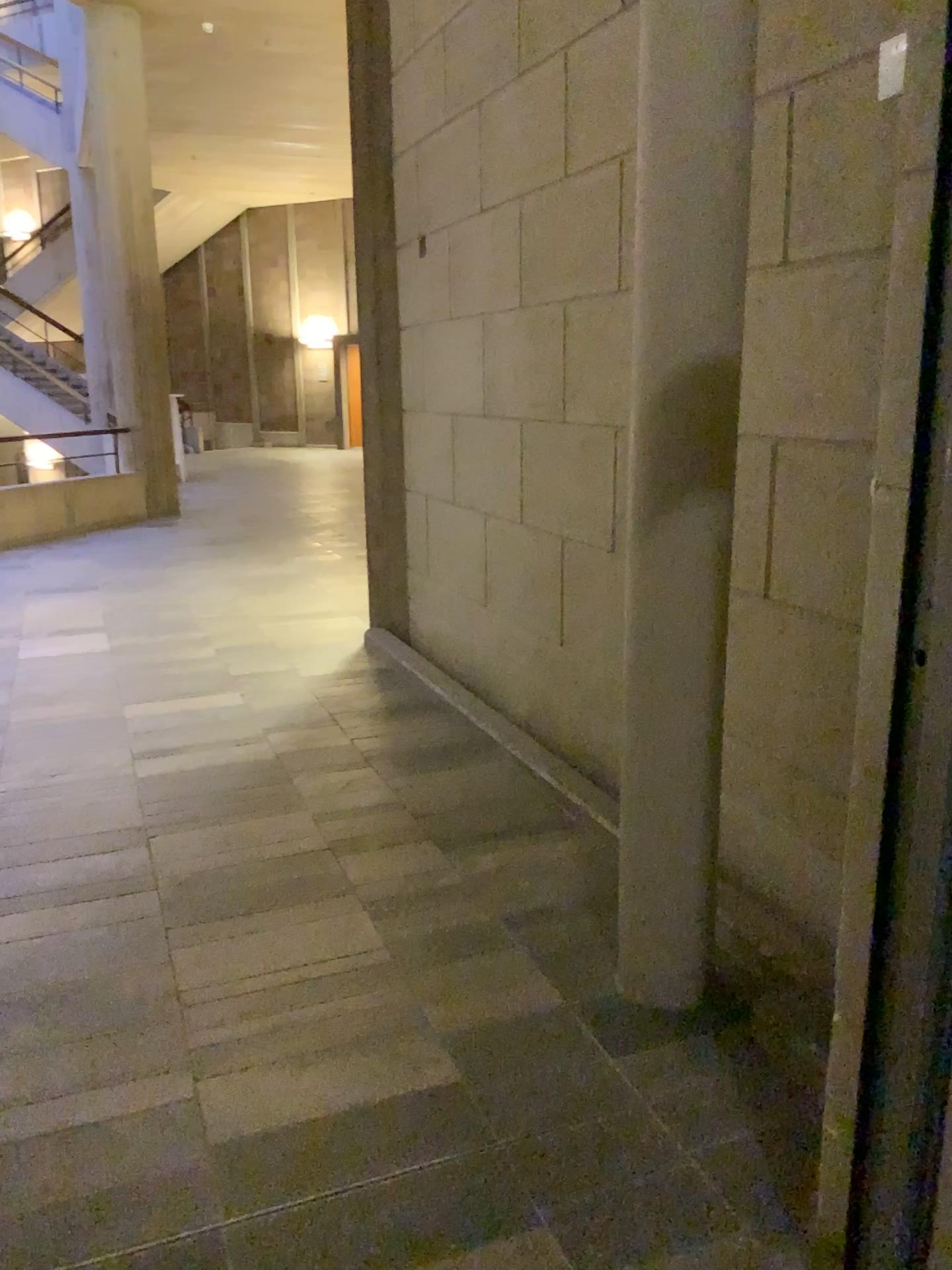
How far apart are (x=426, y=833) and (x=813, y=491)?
1.6m
